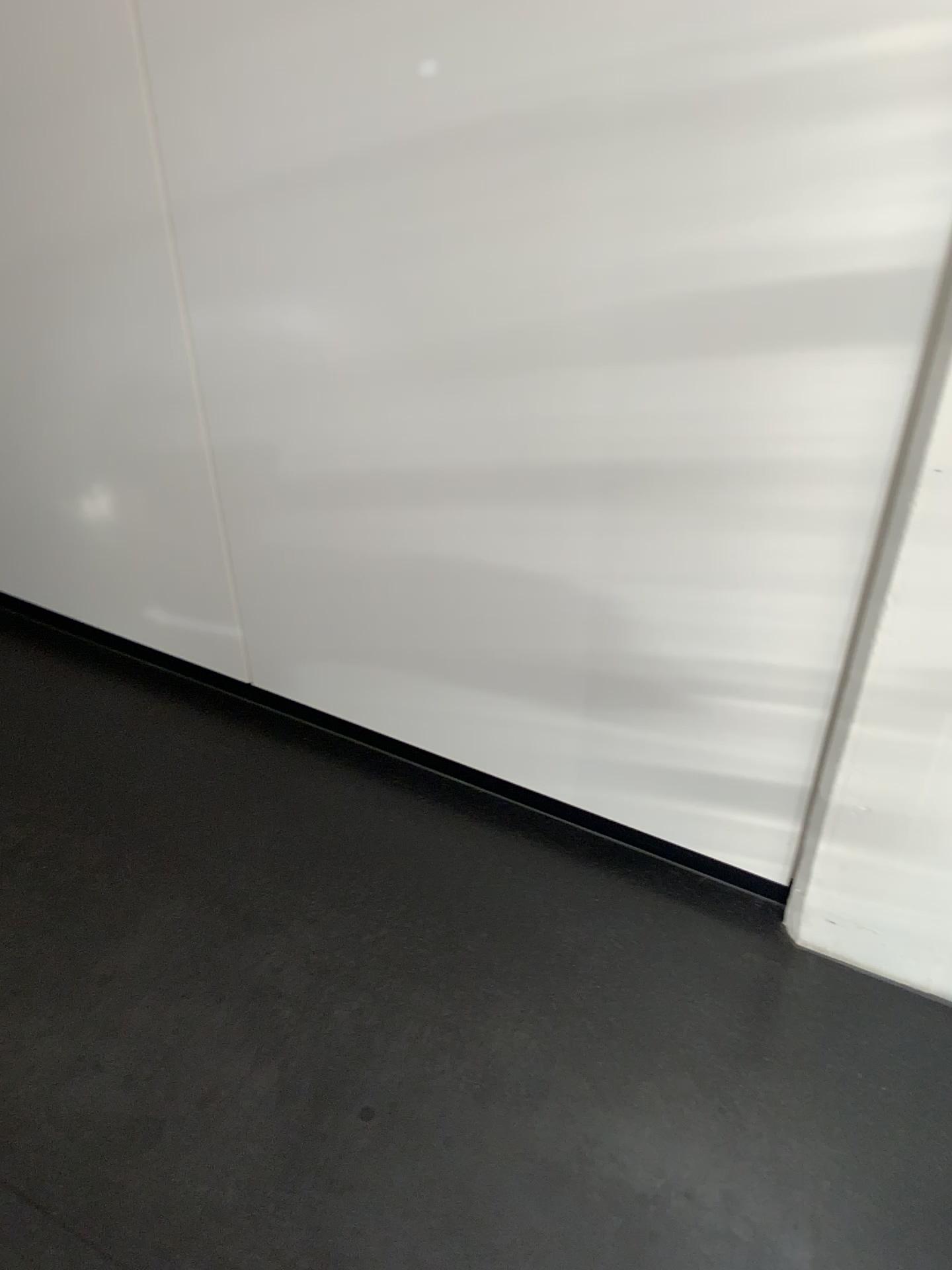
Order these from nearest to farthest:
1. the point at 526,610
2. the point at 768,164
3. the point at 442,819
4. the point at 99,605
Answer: the point at 768,164 < the point at 526,610 < the point at 442,819 < the point at 99,605
